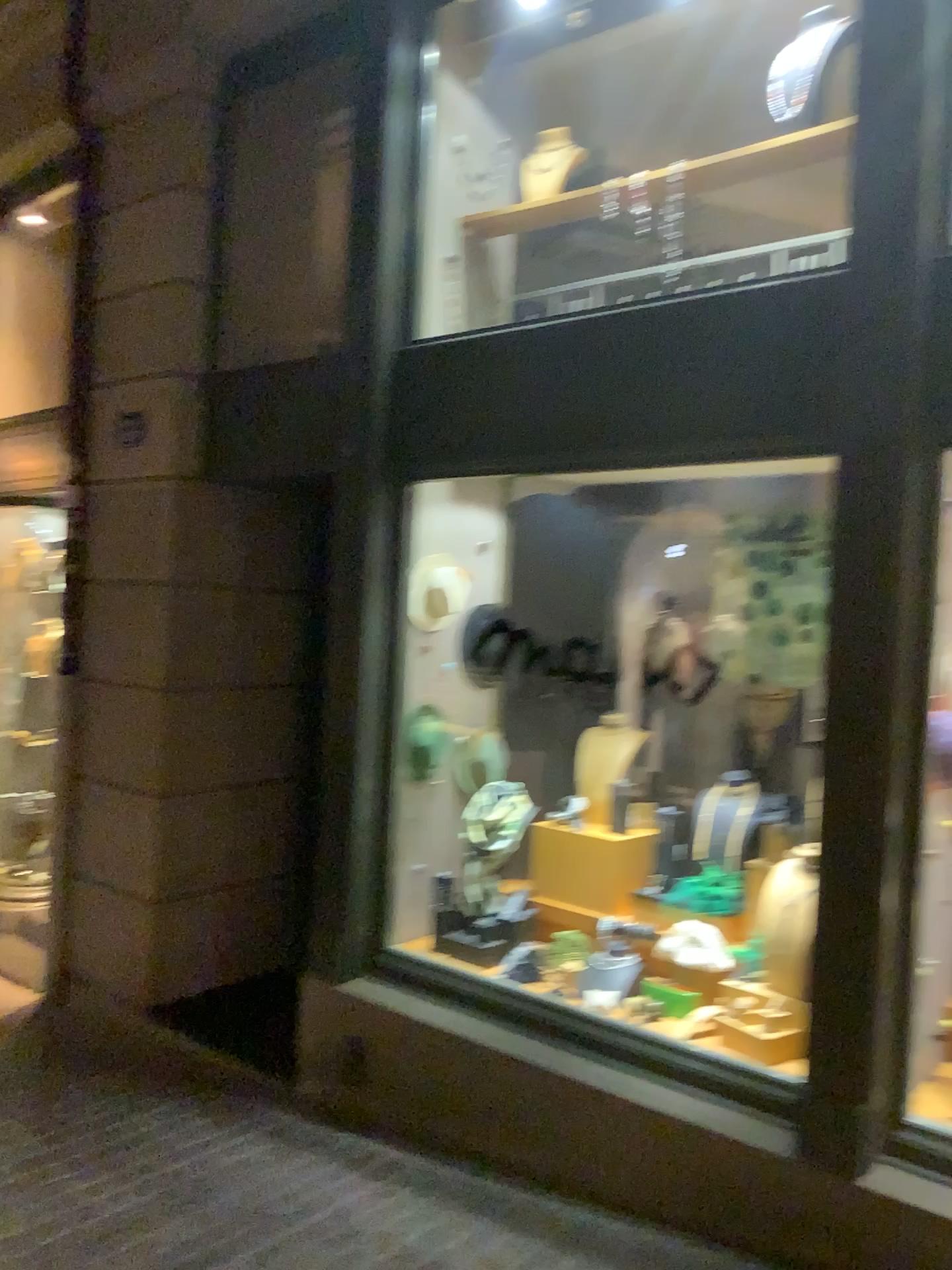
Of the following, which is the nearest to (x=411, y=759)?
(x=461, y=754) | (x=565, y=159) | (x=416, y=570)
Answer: (x=461, y=754)

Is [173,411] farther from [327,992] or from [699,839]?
[699,839]

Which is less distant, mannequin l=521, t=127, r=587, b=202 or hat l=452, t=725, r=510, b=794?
mannequin l=521, t=127, r=587, b=202

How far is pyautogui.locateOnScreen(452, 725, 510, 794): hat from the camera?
4.41m

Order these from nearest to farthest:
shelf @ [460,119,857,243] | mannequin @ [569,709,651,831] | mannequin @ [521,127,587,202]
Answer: shelf @ [460,119,857,243]
mannequin @ [521,127,587,202]
mannequin @ [569,709,651,831]

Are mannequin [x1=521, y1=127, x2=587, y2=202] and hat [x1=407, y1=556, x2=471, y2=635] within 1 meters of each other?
no

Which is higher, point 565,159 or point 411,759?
point 565,159

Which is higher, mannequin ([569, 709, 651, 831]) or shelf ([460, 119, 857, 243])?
shelf ([460, 119, 857, 243])

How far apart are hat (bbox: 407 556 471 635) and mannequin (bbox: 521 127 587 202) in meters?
1.5 m

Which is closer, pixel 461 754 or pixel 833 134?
pixel 833 134
